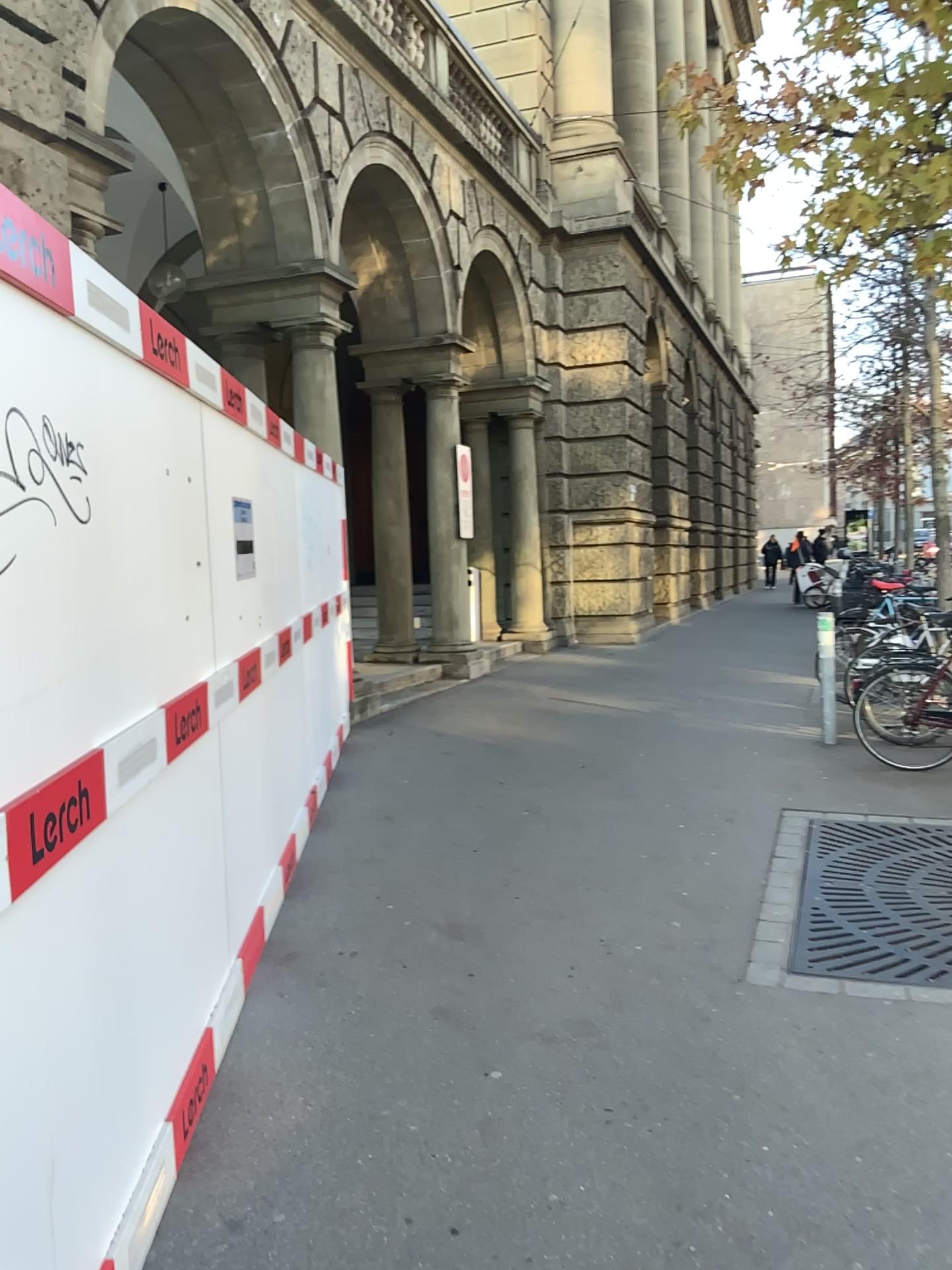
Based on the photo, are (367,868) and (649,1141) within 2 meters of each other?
no
